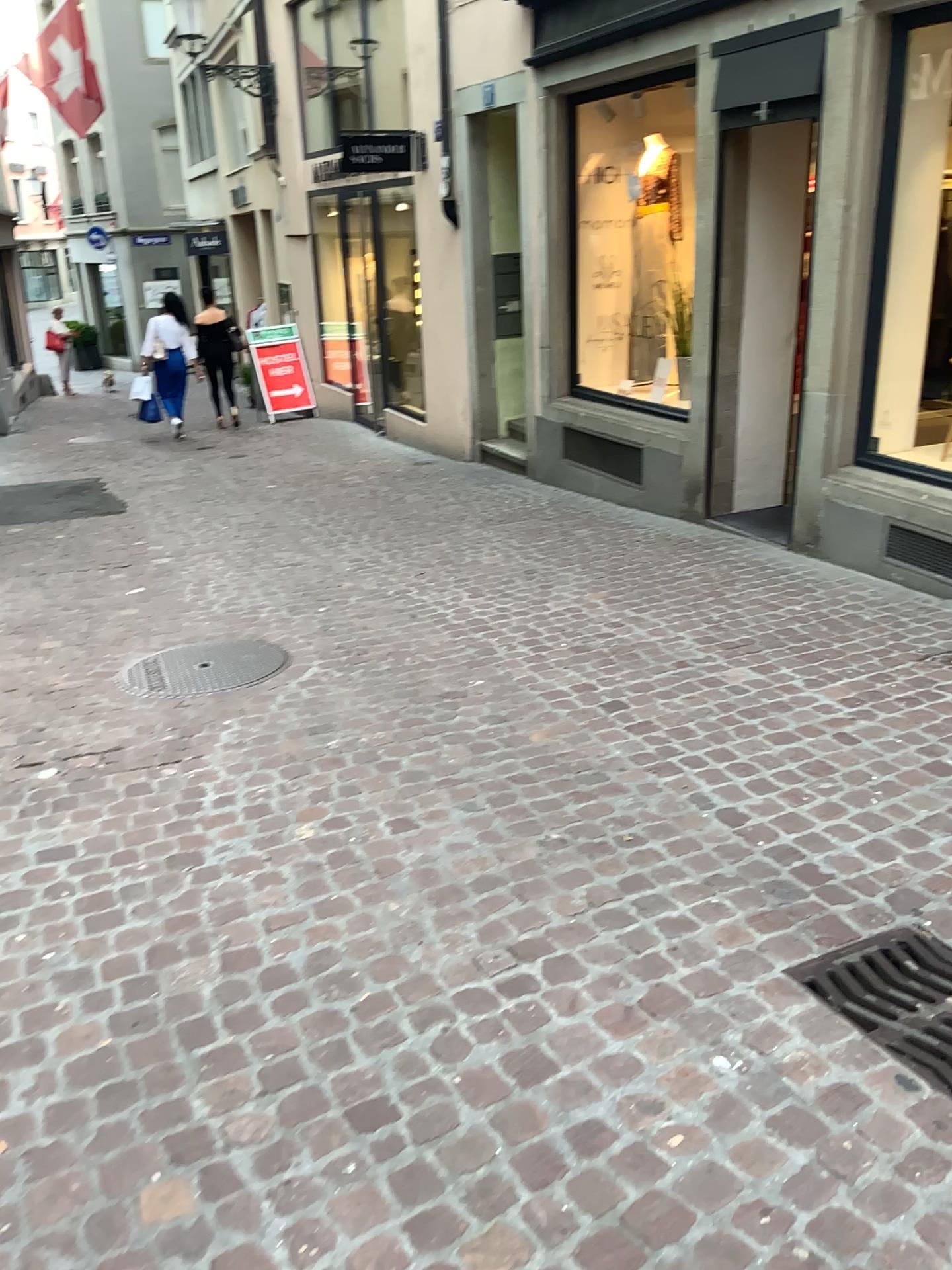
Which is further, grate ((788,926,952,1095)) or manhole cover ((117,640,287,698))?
manhole cover ((117,640,287,698))

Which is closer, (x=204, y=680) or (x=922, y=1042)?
(x=922, y=1042)

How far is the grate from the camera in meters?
2.1 m

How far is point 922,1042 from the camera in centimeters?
211cm

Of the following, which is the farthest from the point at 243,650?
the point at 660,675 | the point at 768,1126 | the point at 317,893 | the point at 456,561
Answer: the point at 768,1126
